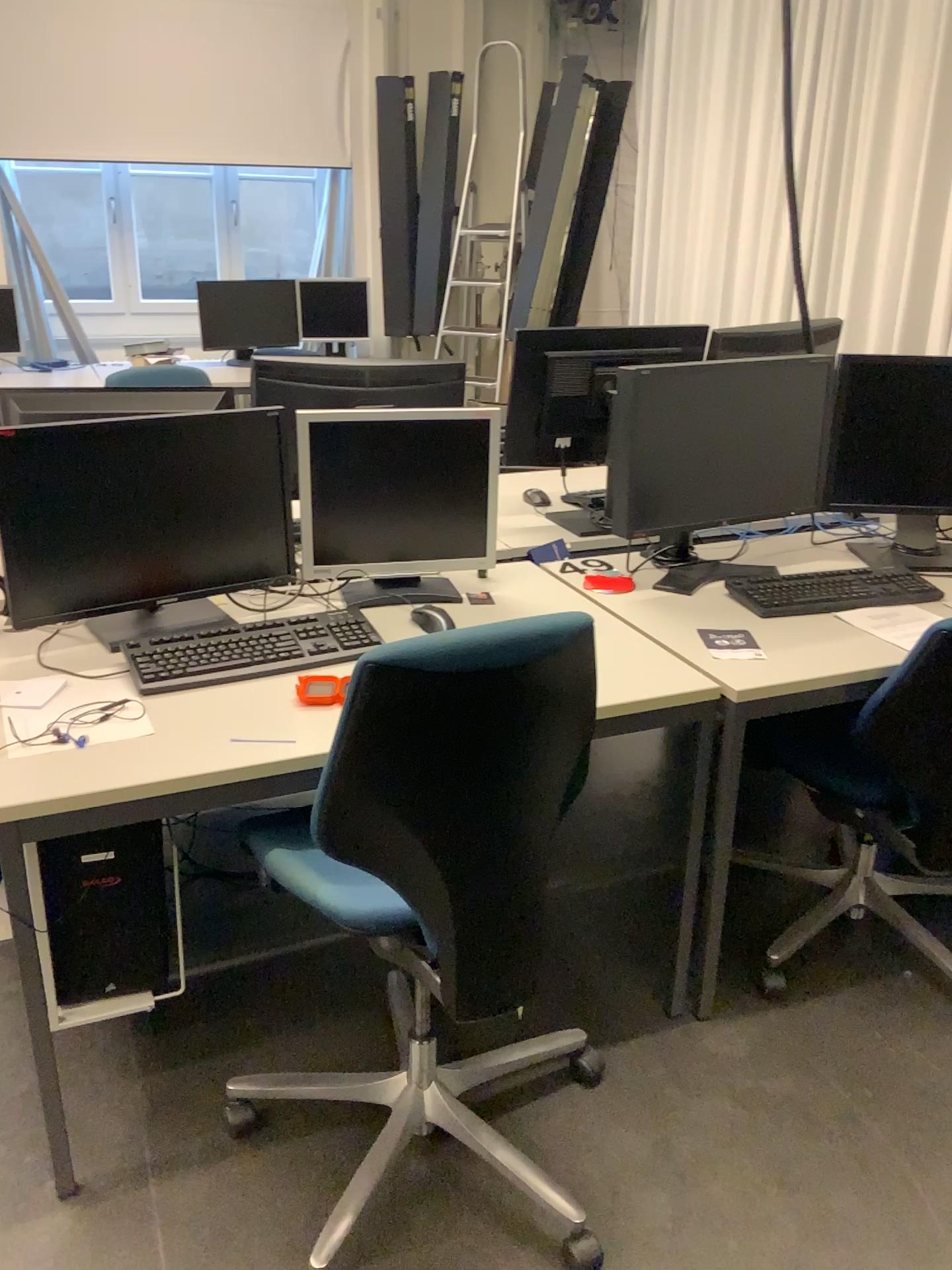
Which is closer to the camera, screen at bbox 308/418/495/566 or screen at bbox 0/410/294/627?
screen at bbox 0/410/294/627

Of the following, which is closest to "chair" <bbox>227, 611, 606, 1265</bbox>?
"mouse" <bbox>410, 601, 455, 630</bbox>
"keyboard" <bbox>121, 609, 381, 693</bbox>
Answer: "keyboard" <bbox>121, 609, 381, 693</bbox>

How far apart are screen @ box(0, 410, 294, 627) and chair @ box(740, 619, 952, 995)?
1.0m

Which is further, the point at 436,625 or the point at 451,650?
the point at 436,625

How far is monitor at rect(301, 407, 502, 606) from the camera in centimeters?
214cm

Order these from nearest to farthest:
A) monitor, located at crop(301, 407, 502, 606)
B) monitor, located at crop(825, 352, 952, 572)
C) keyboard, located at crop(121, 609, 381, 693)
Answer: keyboard, located at crop(121, 609, 381, 693) < monitor, located at crop(301, 407, 502, 606) < monitor, located at crop(825, 352, 952, 572)

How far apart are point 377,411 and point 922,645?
1.15m

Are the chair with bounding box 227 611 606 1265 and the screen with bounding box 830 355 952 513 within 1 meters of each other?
no

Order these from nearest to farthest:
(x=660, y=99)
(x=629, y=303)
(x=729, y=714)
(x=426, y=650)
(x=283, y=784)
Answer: (x=426, y=650), (x=283, y=784), (x=729, y=714), (x=660, y=99), (x=629, y=303)

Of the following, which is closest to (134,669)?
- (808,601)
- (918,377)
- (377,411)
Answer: (377,411)
